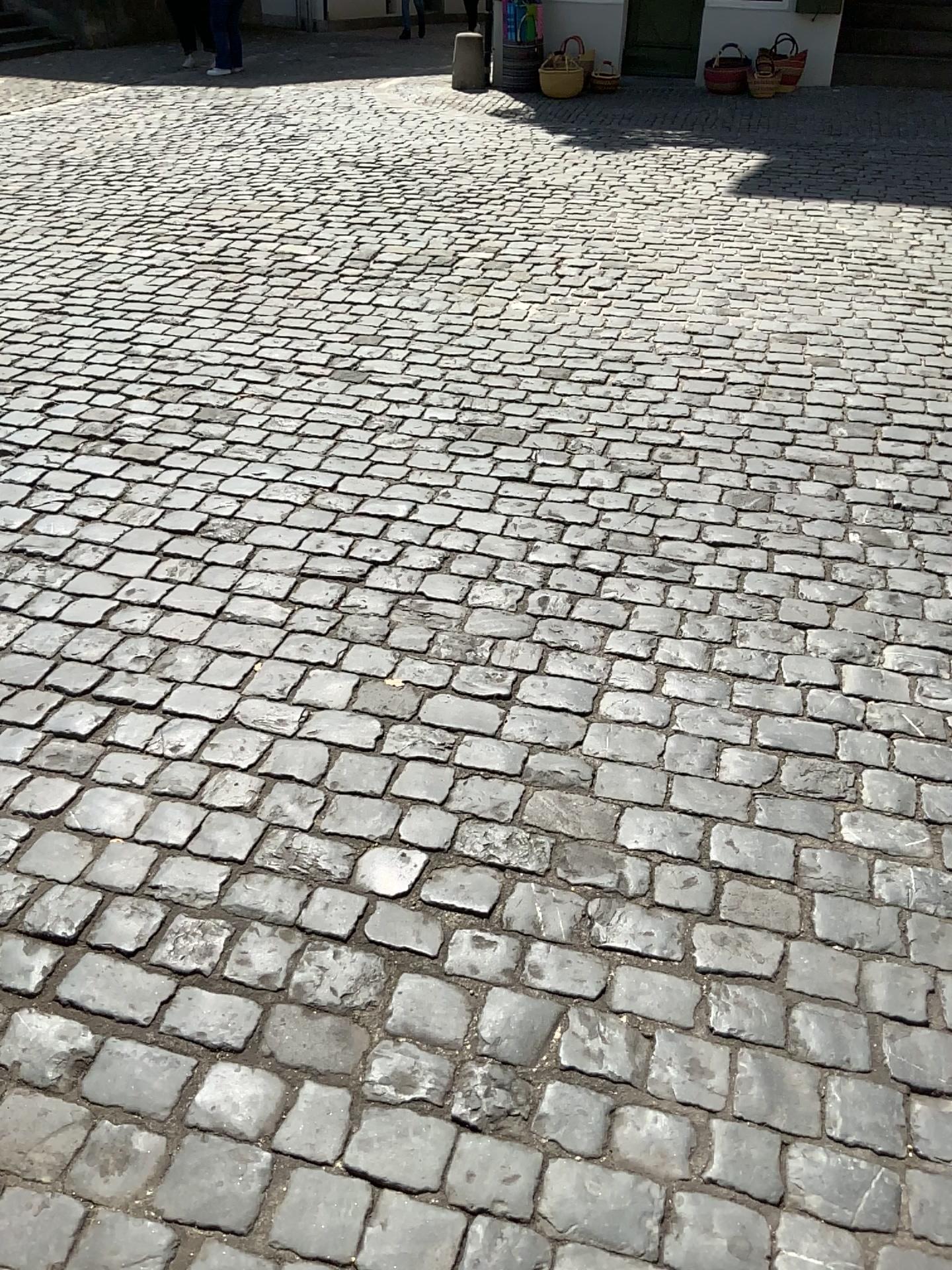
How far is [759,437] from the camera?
3.7 meters
